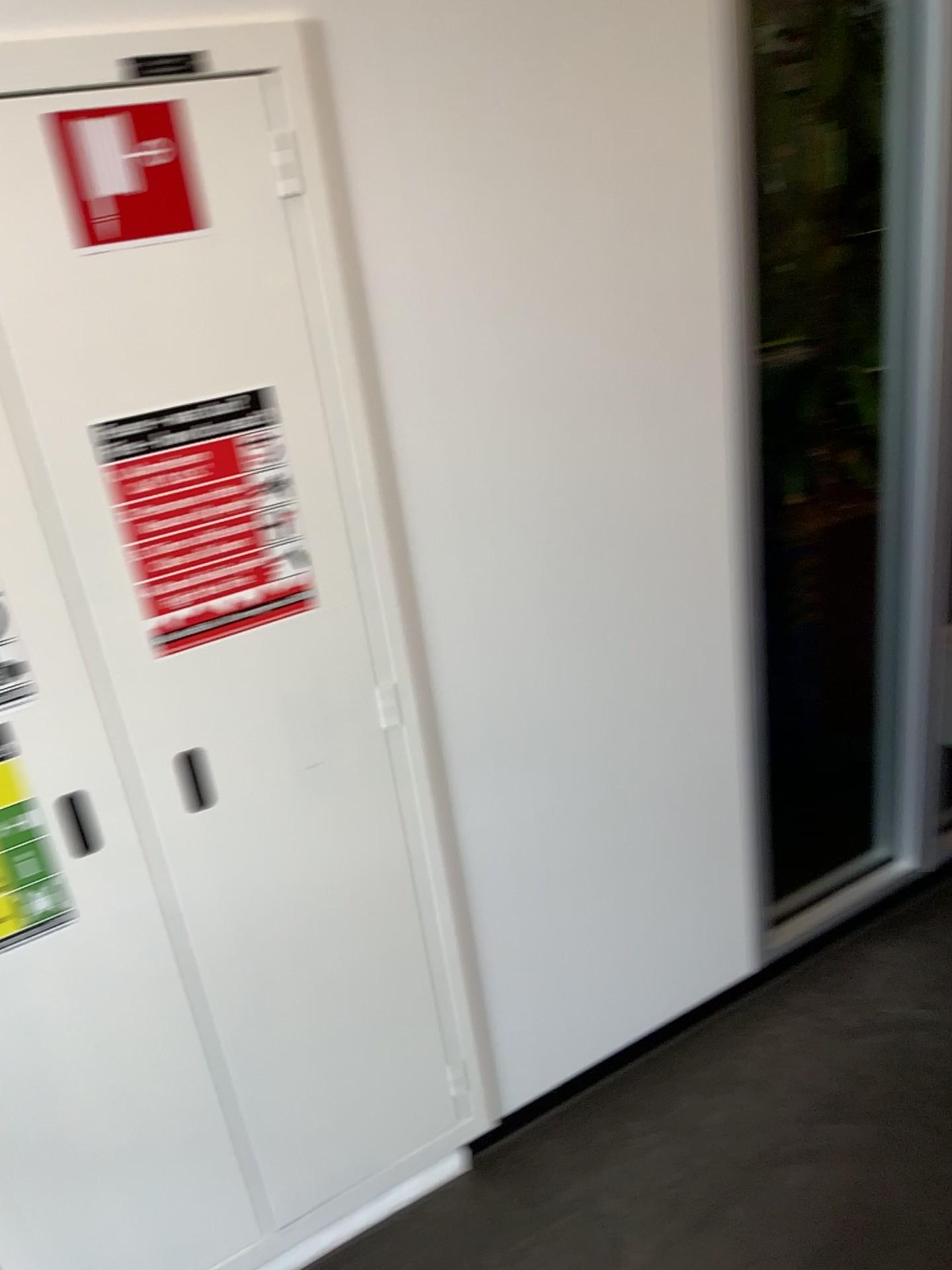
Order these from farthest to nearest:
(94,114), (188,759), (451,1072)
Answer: (451,1072) < (188,759) < (94,114)

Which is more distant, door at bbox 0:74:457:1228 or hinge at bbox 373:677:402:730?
hinge at bbox 373:677:402:730

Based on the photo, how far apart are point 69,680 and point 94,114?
0.6m

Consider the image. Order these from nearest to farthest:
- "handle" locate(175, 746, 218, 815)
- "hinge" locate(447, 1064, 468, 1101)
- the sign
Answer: the sign, "handle" locate(175, 746, 218, 815), "hinge" locate(447, 1064, 468, 1101)

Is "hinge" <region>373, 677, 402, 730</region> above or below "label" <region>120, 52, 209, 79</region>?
below

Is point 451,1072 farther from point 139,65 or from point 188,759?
point 139,65

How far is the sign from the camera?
1.08m

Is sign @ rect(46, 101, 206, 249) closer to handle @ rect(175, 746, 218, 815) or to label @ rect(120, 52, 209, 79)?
label @ rect(120, 52, 209, 79)

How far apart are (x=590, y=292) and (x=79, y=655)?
0.8m

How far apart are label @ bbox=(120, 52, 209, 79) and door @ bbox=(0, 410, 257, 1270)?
0.4m
